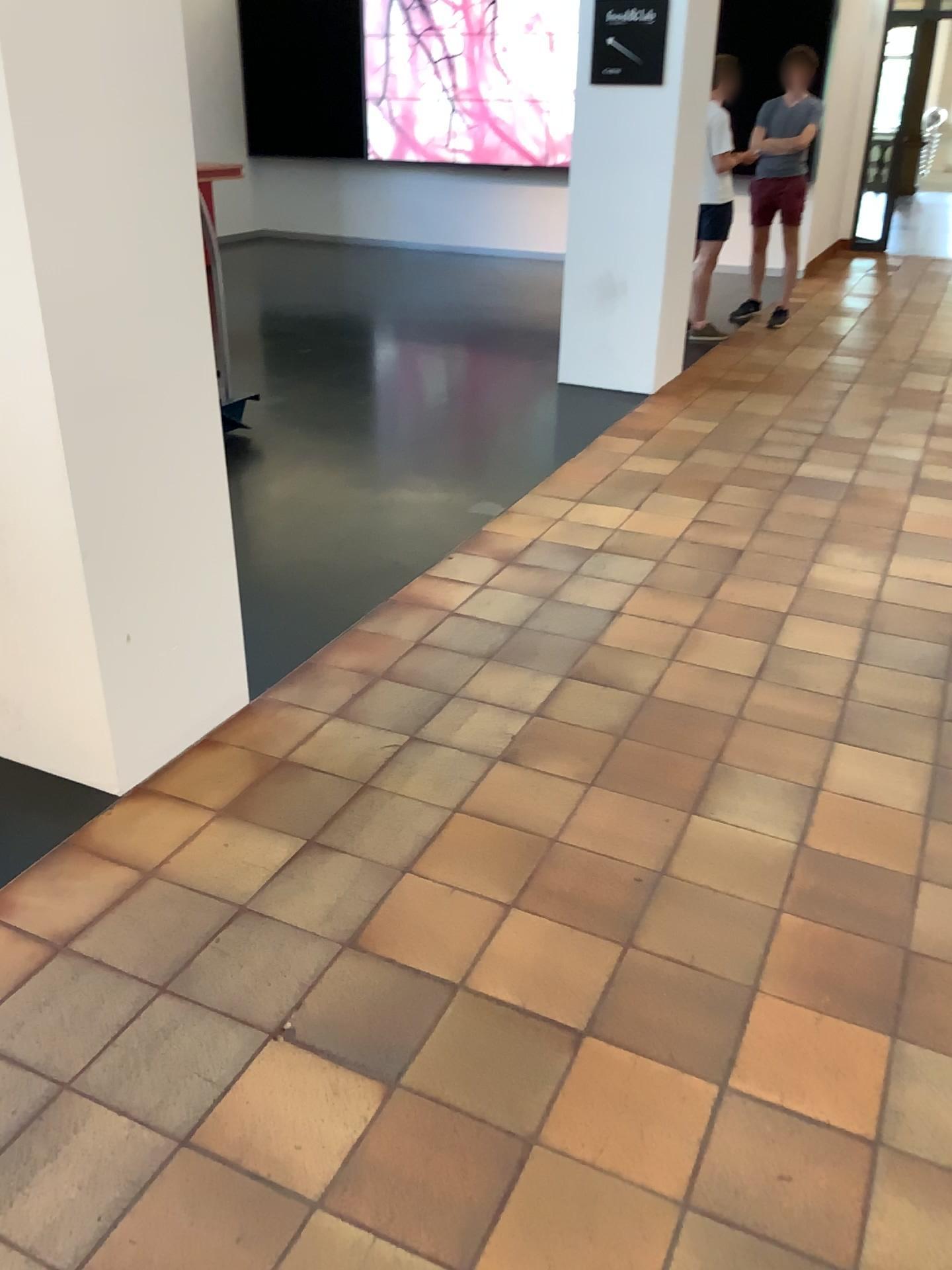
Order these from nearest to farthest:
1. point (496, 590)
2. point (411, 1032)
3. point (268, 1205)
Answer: point (268, 1205) < point (411, 1032) < point (496, 590)
